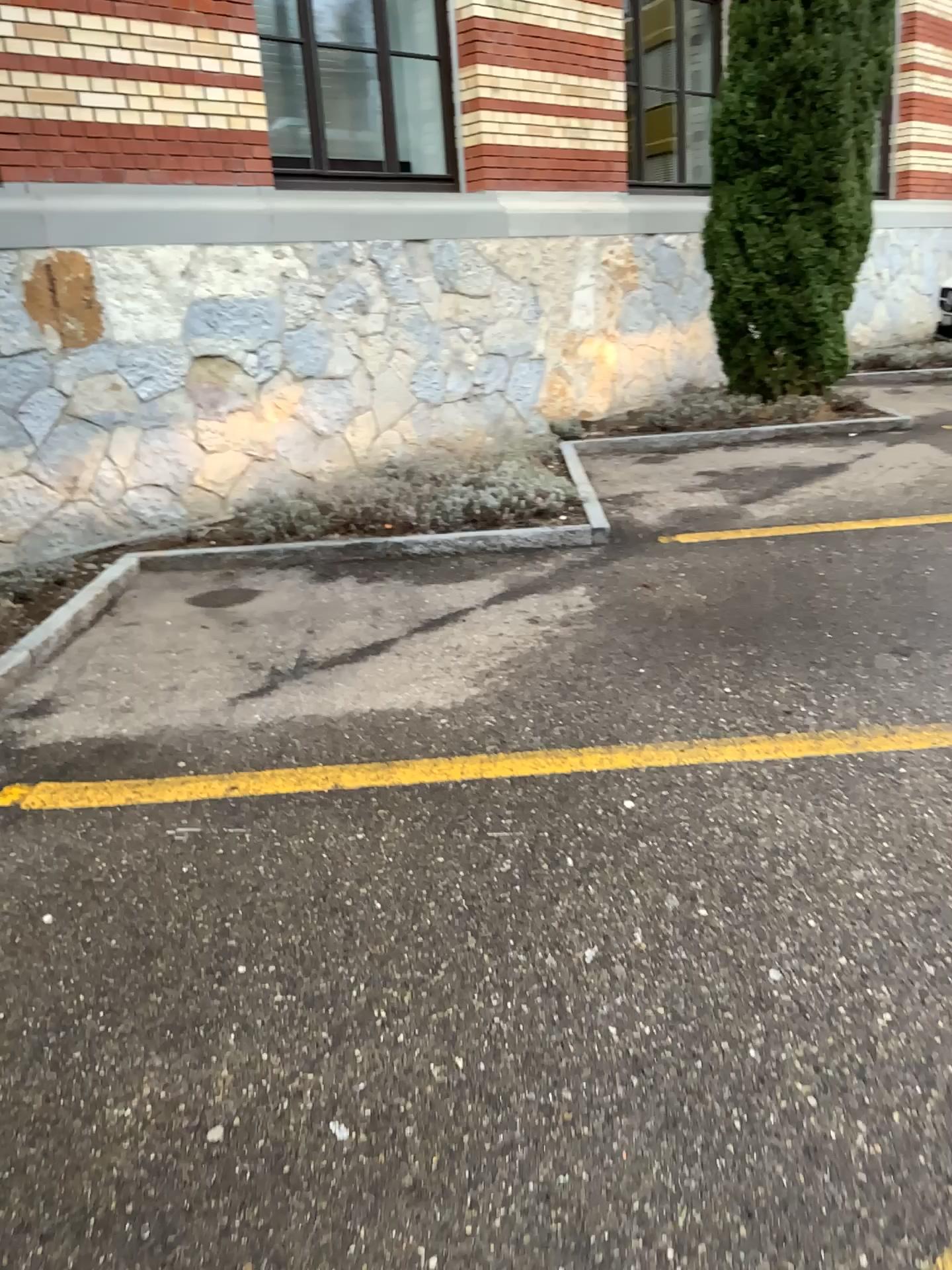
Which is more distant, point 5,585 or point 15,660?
point 5,585

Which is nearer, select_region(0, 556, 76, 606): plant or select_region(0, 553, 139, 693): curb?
select_region(0, 553, 139, 693): curb

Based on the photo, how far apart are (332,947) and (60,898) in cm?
70
